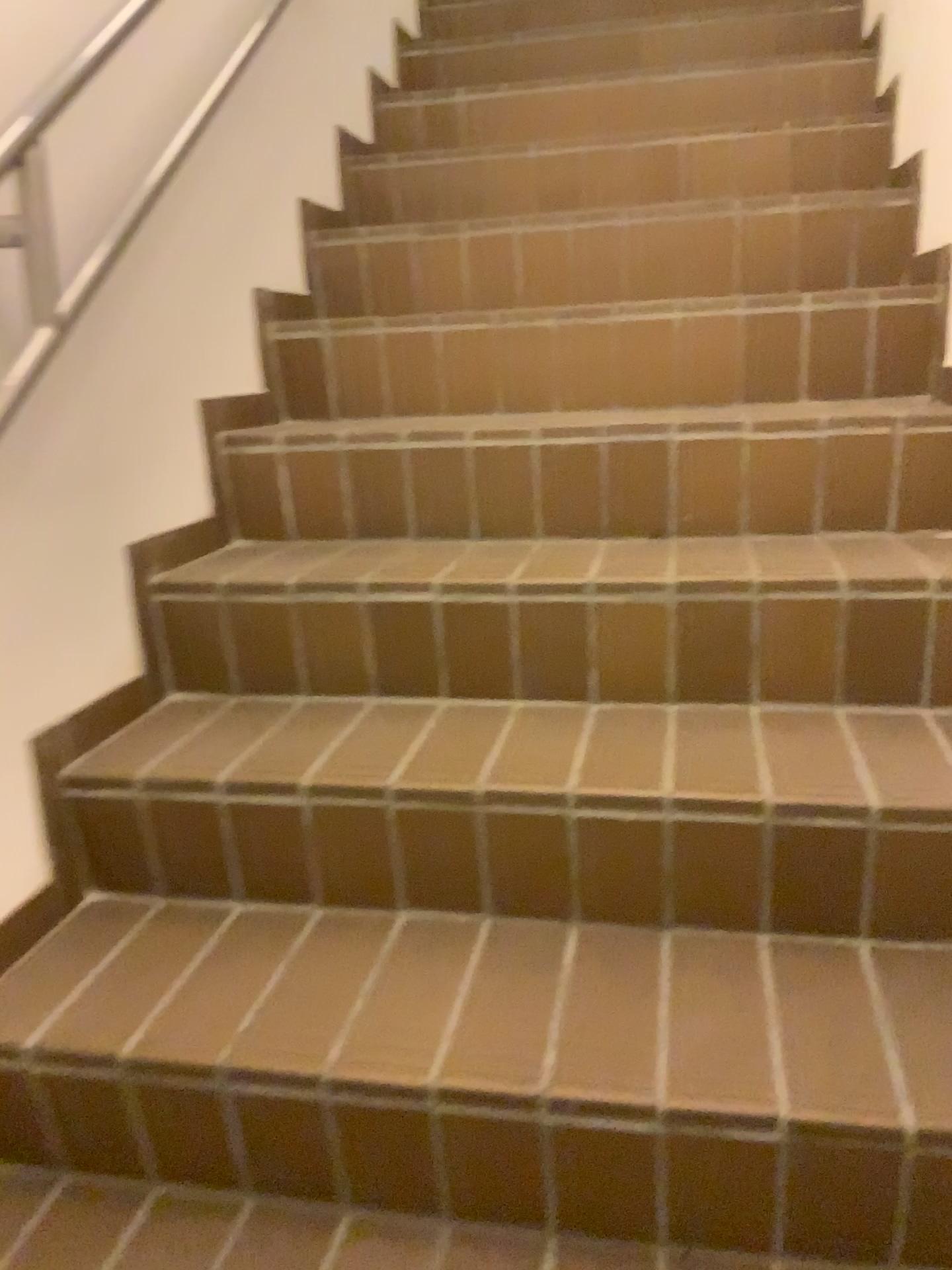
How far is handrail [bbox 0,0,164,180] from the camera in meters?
1.3

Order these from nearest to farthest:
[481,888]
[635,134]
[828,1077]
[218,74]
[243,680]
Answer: [828,1077] → [481,888] → [243,680] → [218,74] → [635,134]

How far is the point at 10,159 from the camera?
1.3 meters
